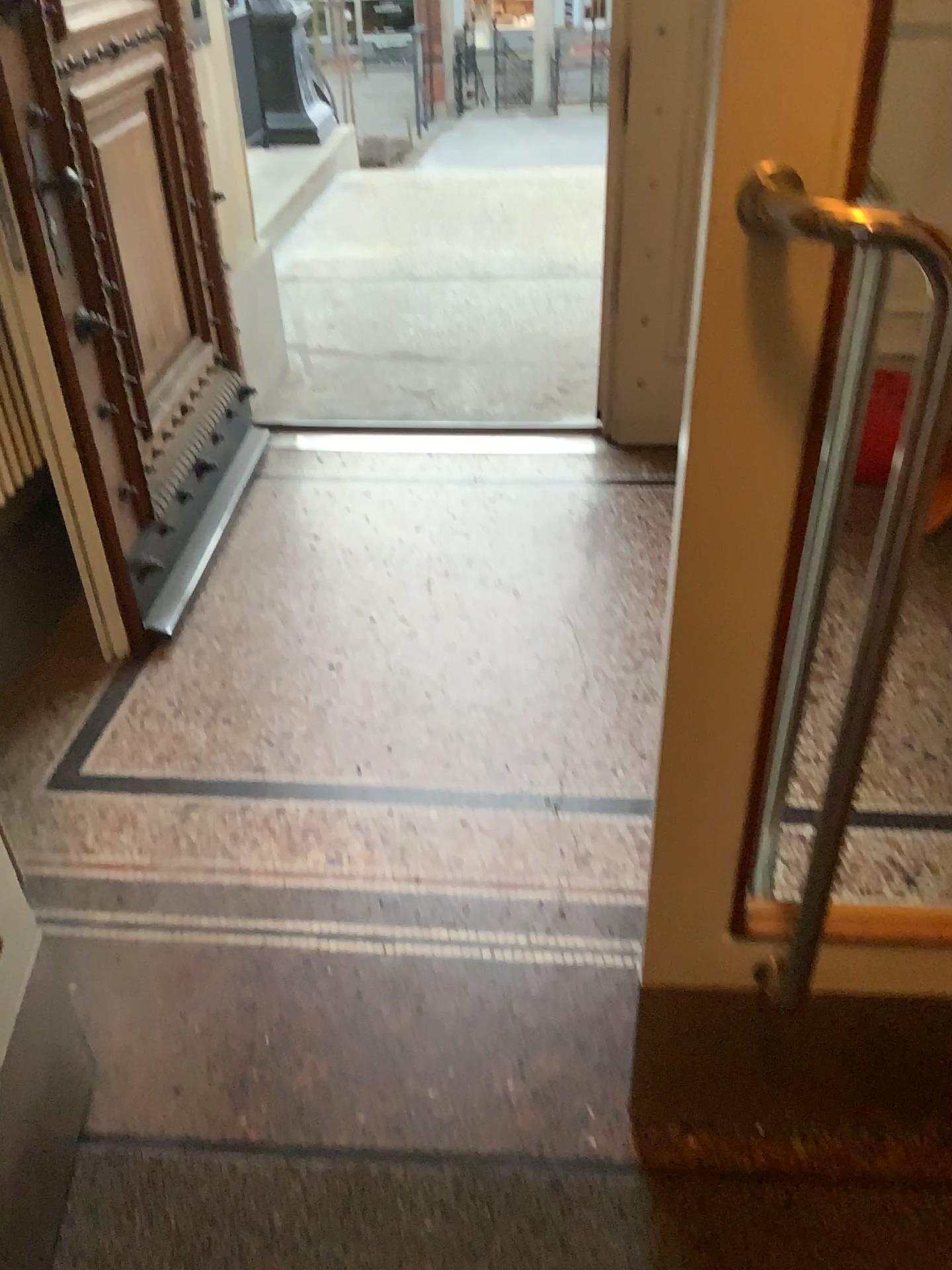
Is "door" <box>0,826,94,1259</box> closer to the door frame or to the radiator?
the door frame

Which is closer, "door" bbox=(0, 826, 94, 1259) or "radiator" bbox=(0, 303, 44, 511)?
"door" bbox=(0, 826, 94, 1259)

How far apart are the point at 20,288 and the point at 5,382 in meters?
0.3

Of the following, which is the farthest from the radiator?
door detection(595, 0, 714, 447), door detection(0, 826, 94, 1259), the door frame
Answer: door detection(595, 0, 714, 447)

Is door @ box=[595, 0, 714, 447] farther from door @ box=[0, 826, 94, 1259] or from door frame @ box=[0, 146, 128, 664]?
door @ box=[0, 826, 94, 1259]

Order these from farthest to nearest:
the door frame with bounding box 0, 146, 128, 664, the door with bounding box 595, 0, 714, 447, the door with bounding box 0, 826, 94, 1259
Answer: the door with bounding box 595, 0, 714, 447 < the door frame with bounding box 0, 146, 128, 664 < the door with bounding box 0, 826, 94, 1259

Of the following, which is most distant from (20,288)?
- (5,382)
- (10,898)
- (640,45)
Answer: (640,45)

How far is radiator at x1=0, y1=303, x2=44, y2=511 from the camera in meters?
2.3

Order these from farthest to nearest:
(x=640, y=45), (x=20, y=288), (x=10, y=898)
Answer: (x=640, y=45) < (x=20, y=288) < (x=10, y=898)

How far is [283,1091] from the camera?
1.54m
